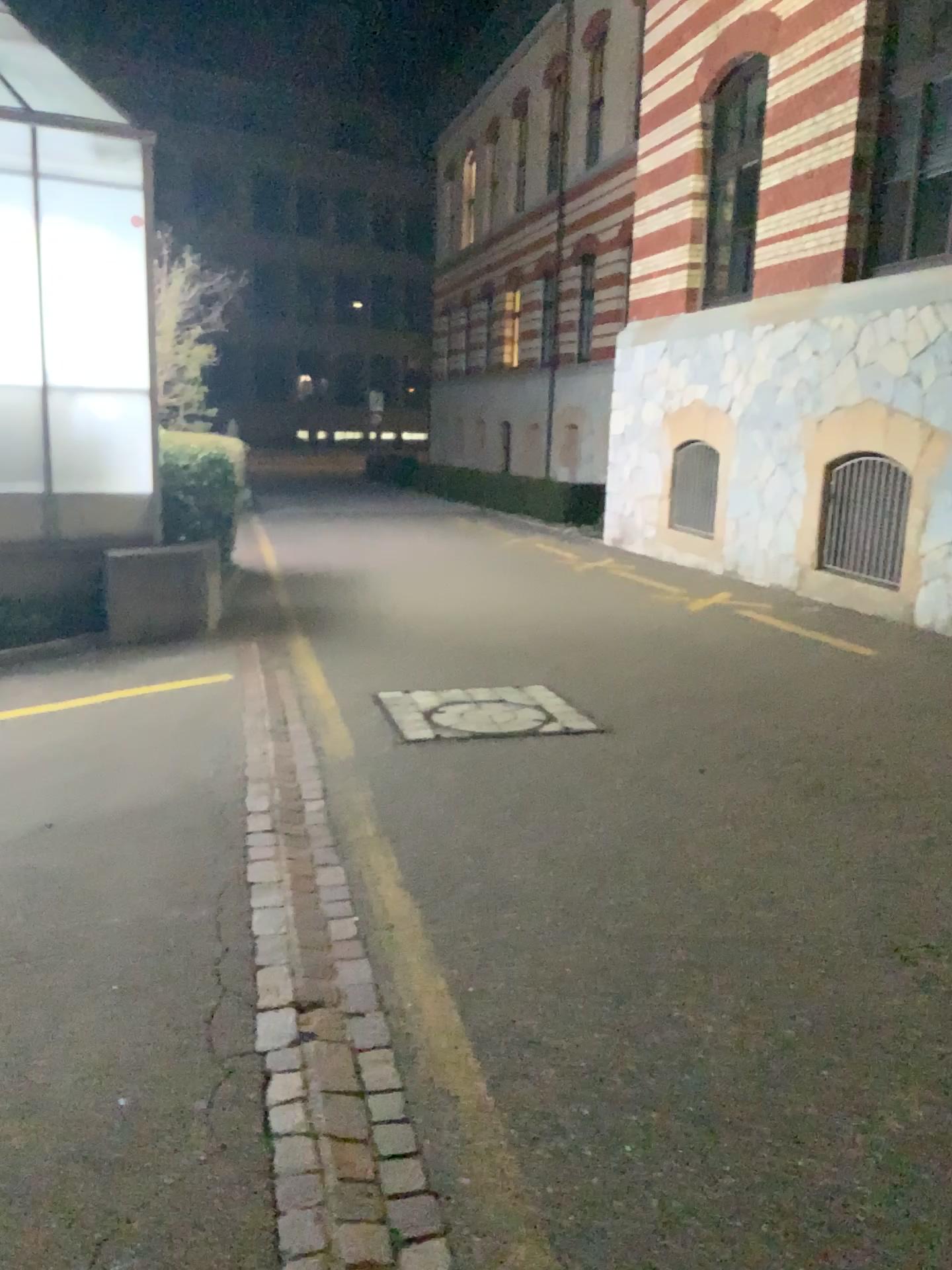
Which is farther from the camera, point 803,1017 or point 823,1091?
point 803,1017
